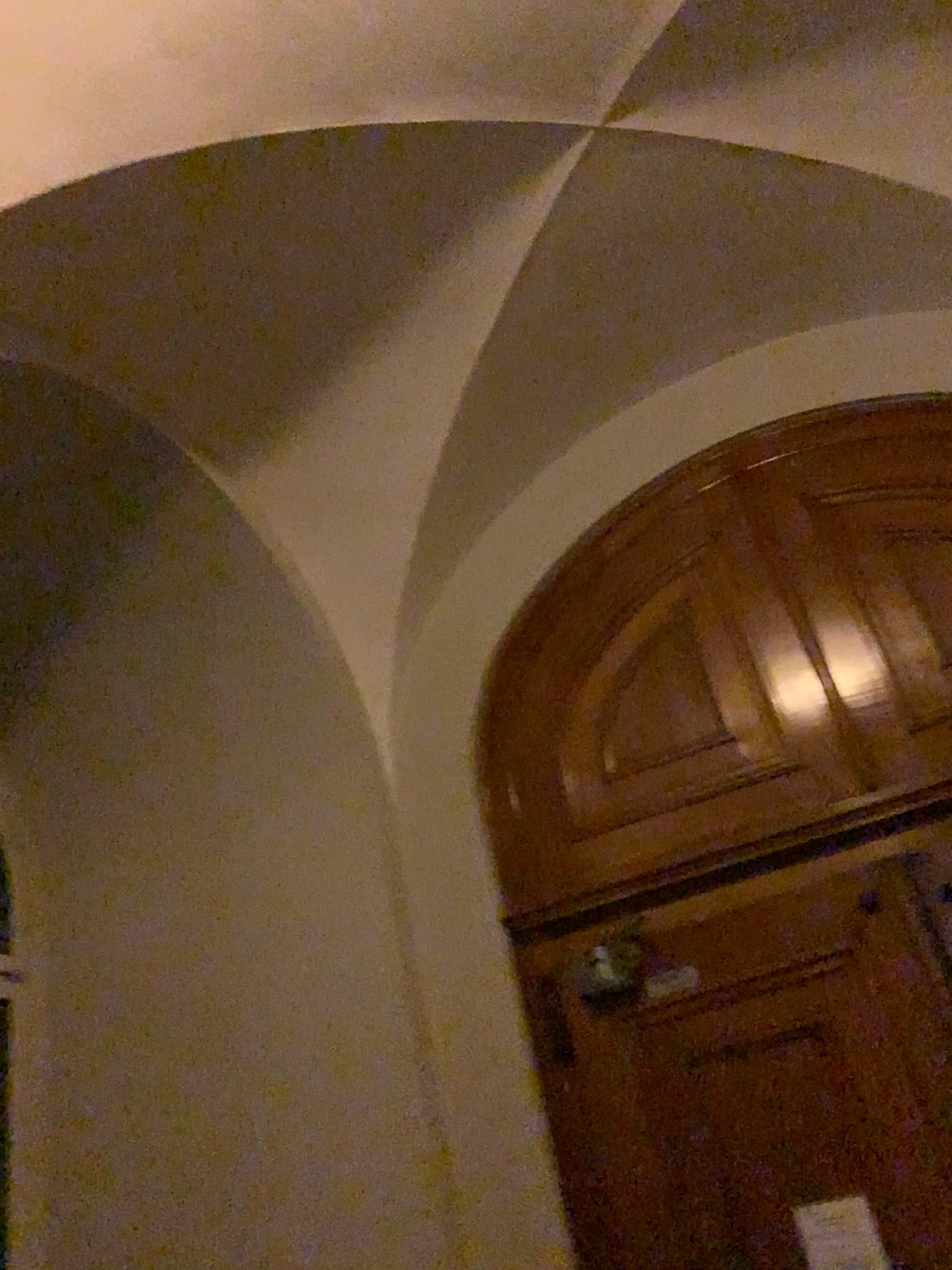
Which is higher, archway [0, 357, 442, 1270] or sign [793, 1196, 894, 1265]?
archway [0, 357, 442, 1270]

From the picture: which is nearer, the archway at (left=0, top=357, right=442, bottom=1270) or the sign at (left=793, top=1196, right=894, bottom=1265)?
the sign at (left=793, top=1196, right=894, bottom=1265)

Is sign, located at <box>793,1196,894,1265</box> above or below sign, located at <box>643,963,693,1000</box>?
below

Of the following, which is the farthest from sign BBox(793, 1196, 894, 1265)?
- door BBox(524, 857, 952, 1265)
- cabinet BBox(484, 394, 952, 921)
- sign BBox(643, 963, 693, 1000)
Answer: cabinet BBox(484, 394, 952, 921)

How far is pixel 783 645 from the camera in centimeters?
377cm

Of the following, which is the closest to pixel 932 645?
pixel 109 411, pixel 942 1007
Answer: pixel 942 1007

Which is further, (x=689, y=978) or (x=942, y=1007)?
(x=689, y=978)

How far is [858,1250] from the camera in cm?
285

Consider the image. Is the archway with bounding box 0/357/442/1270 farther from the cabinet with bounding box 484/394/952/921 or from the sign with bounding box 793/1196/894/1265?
the sign with bounding box 793/1196/894/1265

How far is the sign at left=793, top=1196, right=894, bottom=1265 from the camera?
2.8 meters
